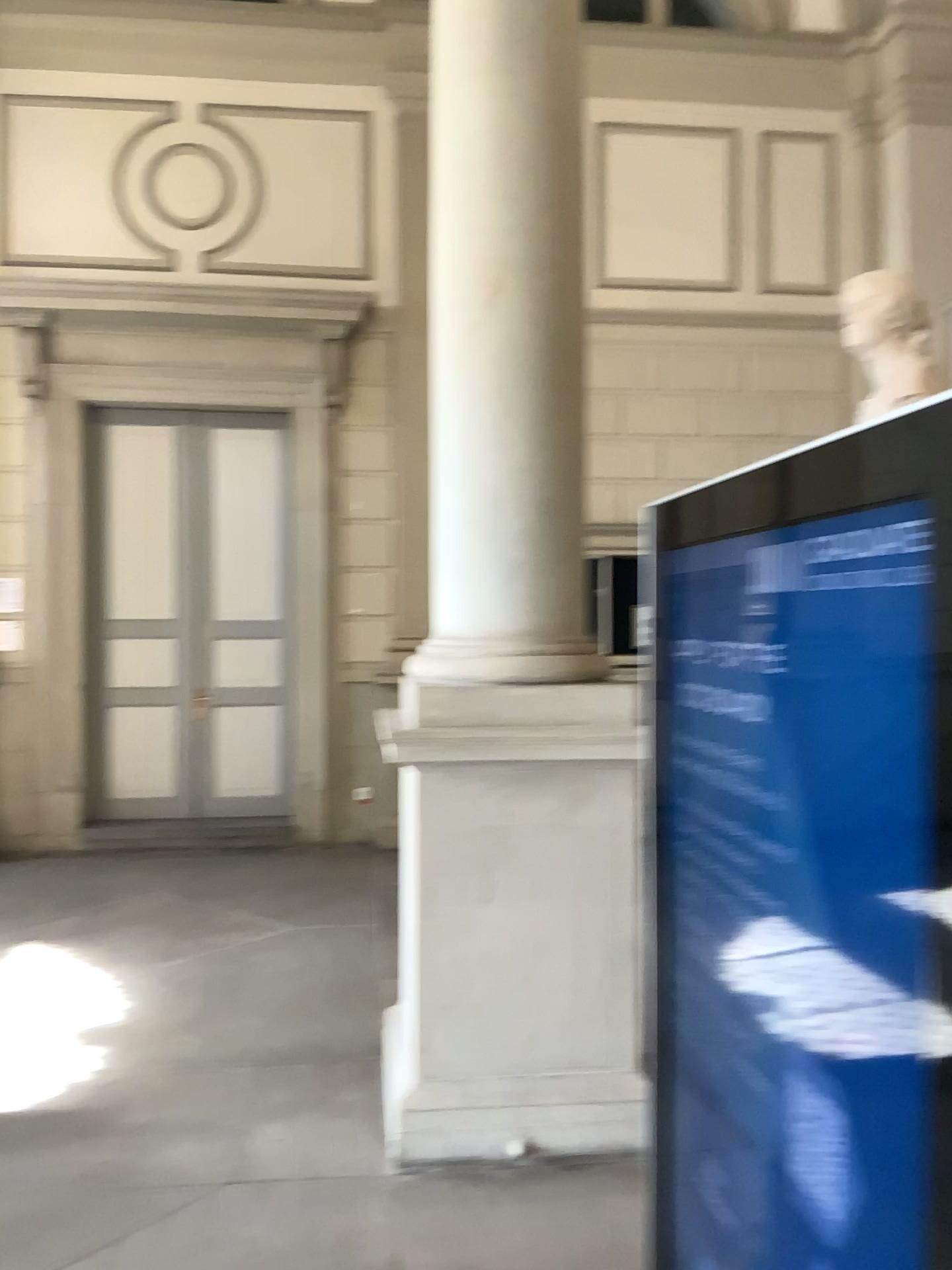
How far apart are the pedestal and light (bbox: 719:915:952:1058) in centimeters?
214cm

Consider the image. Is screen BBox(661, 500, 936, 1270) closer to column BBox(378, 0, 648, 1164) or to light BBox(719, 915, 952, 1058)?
light BBox(719, 915, 952, 1058)

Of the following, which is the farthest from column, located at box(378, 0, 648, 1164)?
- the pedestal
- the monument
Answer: the monument

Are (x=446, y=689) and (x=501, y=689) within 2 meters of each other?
yes

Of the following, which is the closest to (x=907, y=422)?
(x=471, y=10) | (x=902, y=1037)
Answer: (x=902, y=1037)

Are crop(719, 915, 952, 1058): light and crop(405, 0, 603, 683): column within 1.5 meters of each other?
no

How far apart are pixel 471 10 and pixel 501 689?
2.2 meters

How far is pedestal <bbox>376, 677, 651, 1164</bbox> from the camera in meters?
3.2 m

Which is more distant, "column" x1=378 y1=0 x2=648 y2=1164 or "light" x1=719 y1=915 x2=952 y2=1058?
"column" x1=378 y1=0 x2=648 y2=1164

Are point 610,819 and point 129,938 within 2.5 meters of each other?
no
